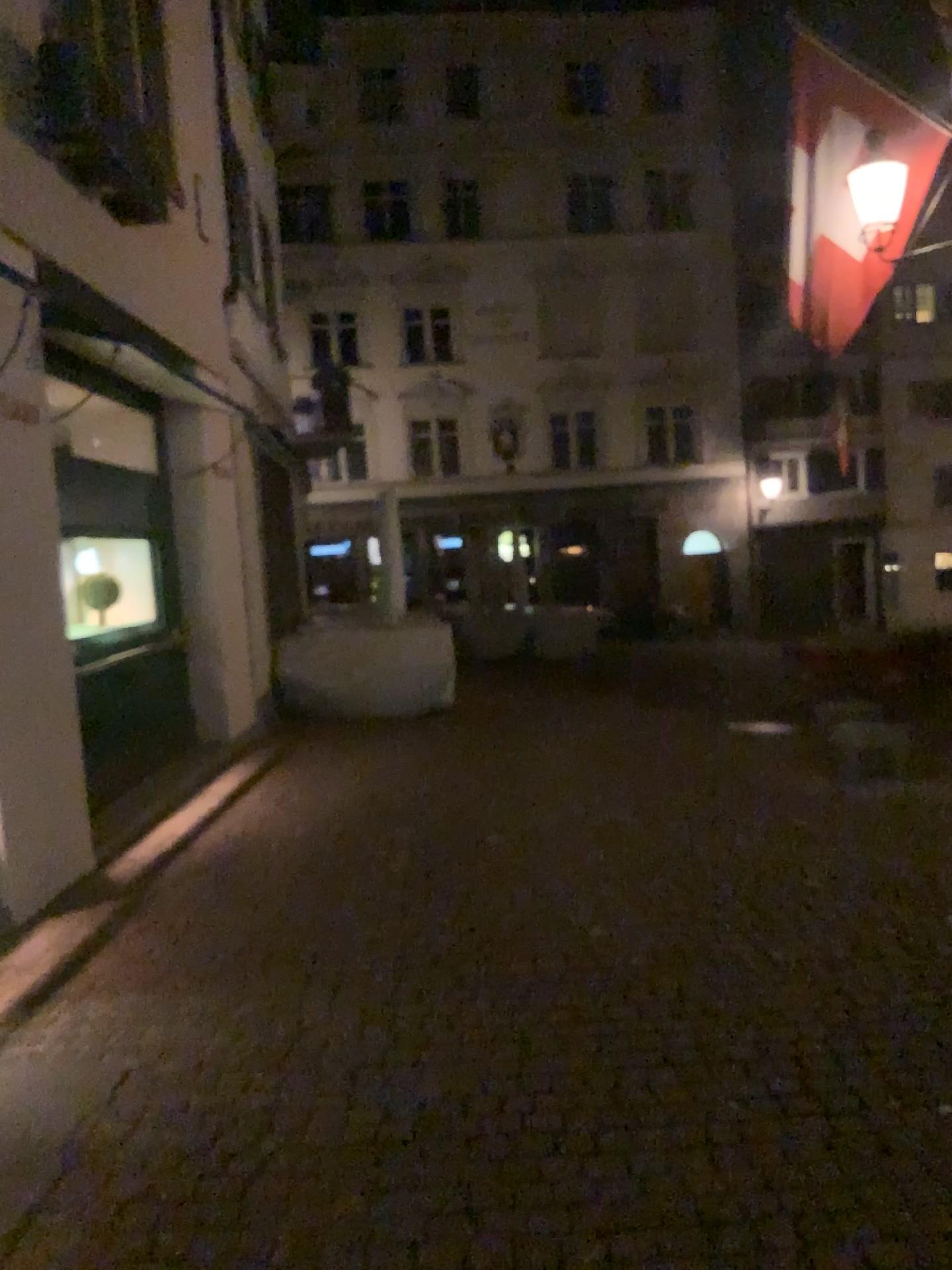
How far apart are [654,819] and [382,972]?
2.3 meters
